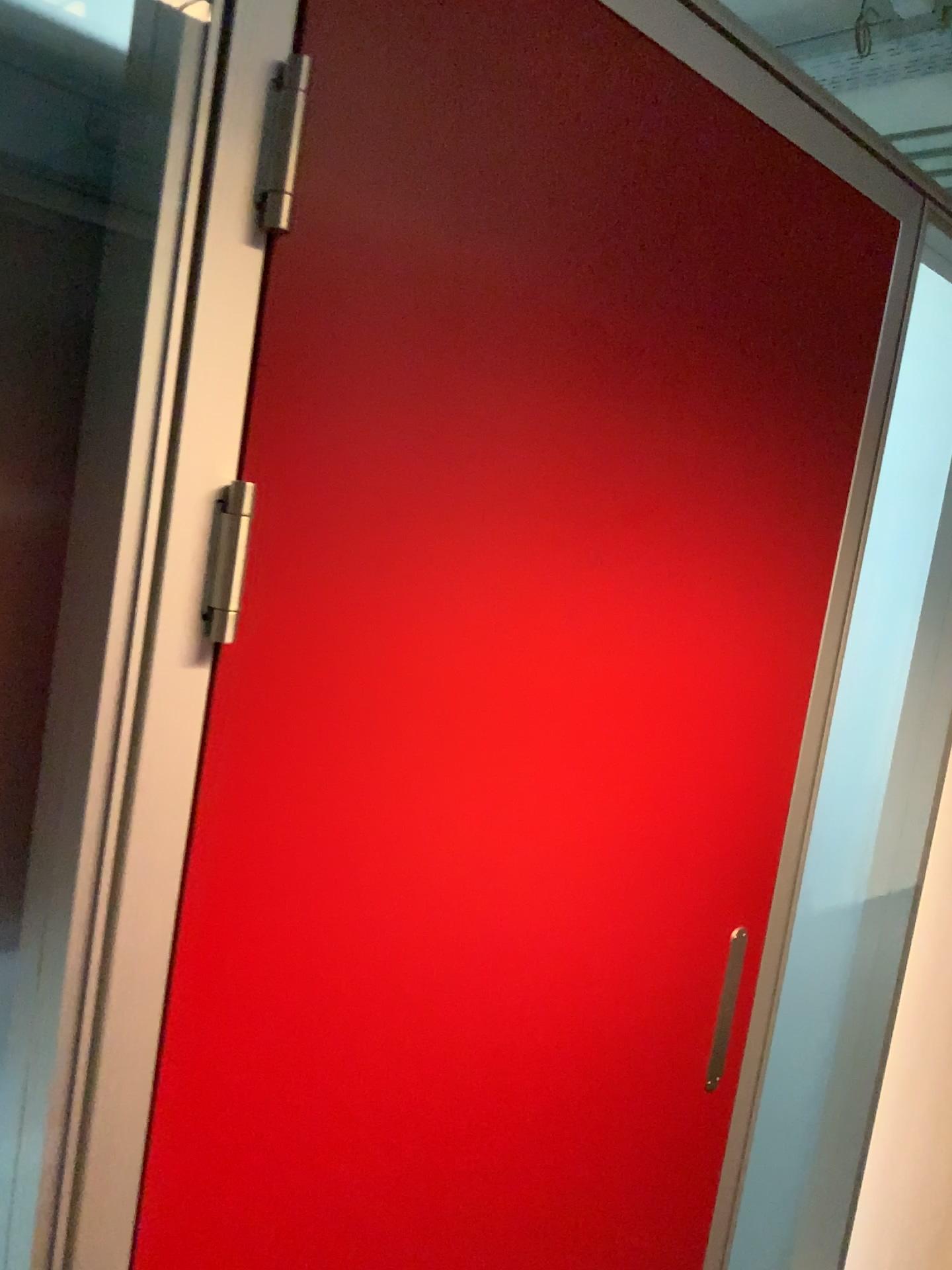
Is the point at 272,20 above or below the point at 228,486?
above

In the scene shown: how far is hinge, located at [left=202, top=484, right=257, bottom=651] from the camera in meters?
0.8 m

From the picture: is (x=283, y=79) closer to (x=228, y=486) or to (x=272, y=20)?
(x=272, y=20)

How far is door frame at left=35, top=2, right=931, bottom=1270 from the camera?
0.7 meters

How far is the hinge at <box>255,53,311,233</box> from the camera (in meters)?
0.76

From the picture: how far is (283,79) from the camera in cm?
76

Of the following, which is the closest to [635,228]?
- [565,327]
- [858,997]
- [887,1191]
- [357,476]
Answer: [565,327]
